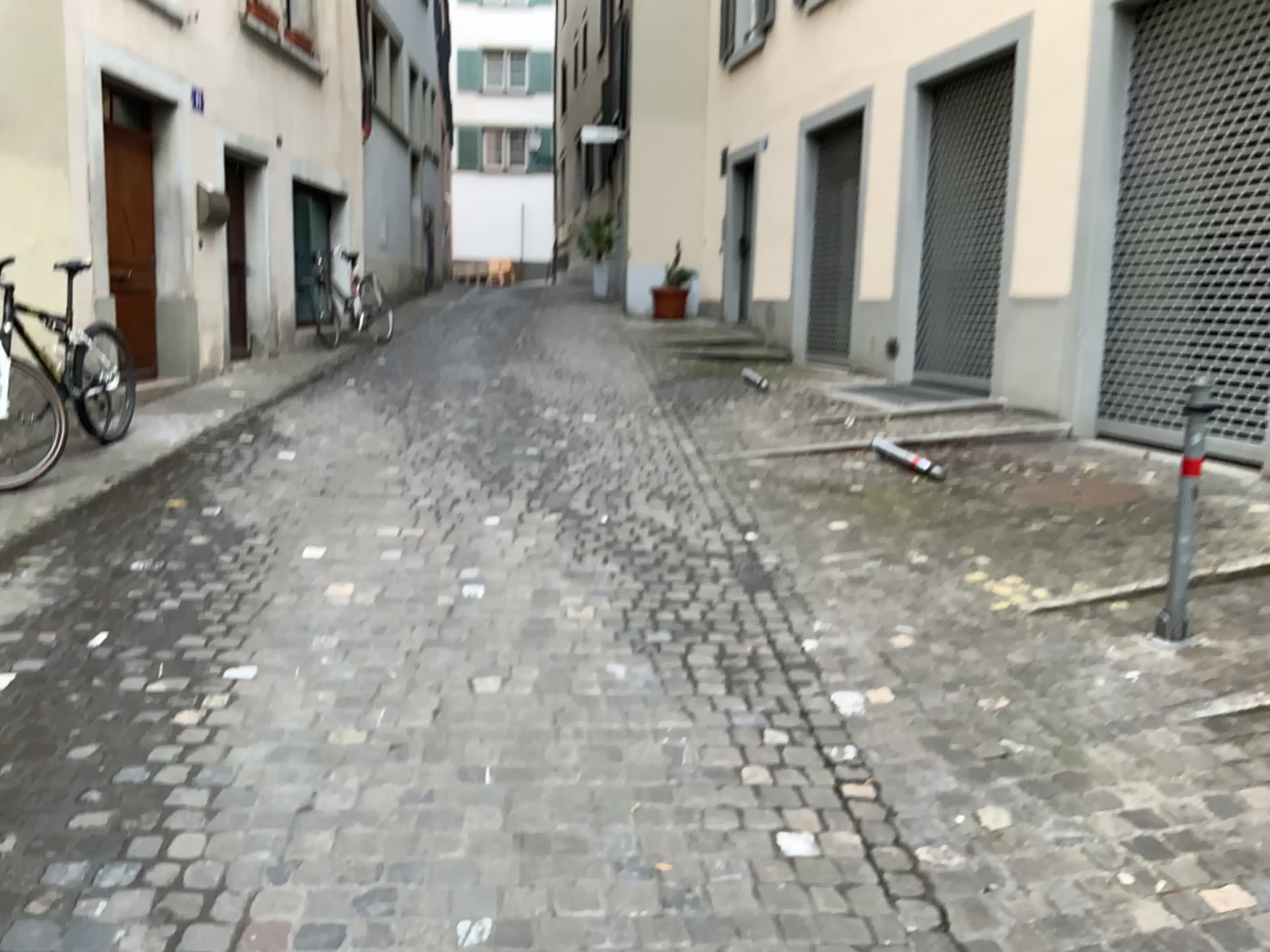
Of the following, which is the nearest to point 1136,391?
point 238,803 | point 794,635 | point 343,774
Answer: point 794,635
